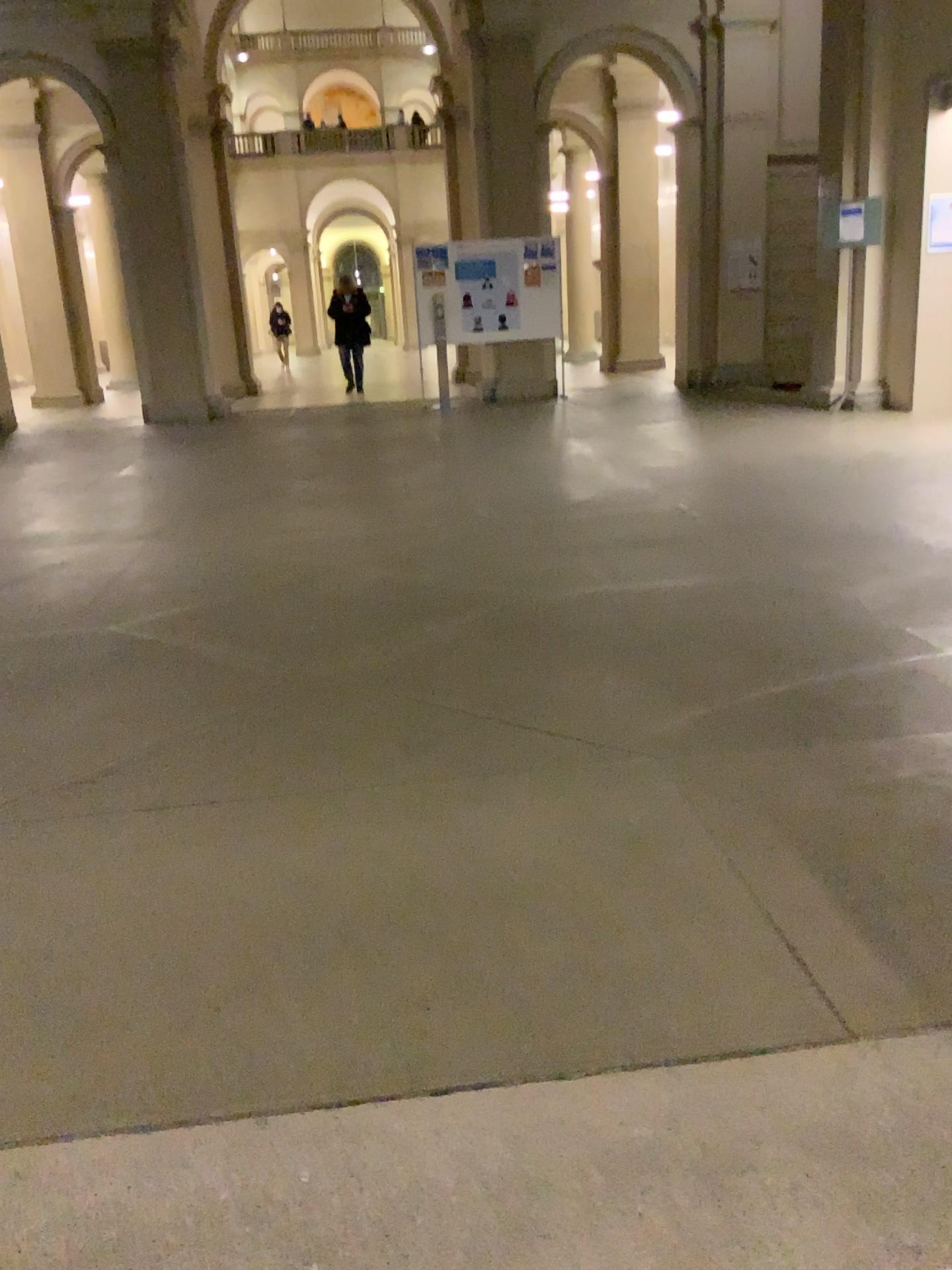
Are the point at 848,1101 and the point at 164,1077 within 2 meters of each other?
yes
